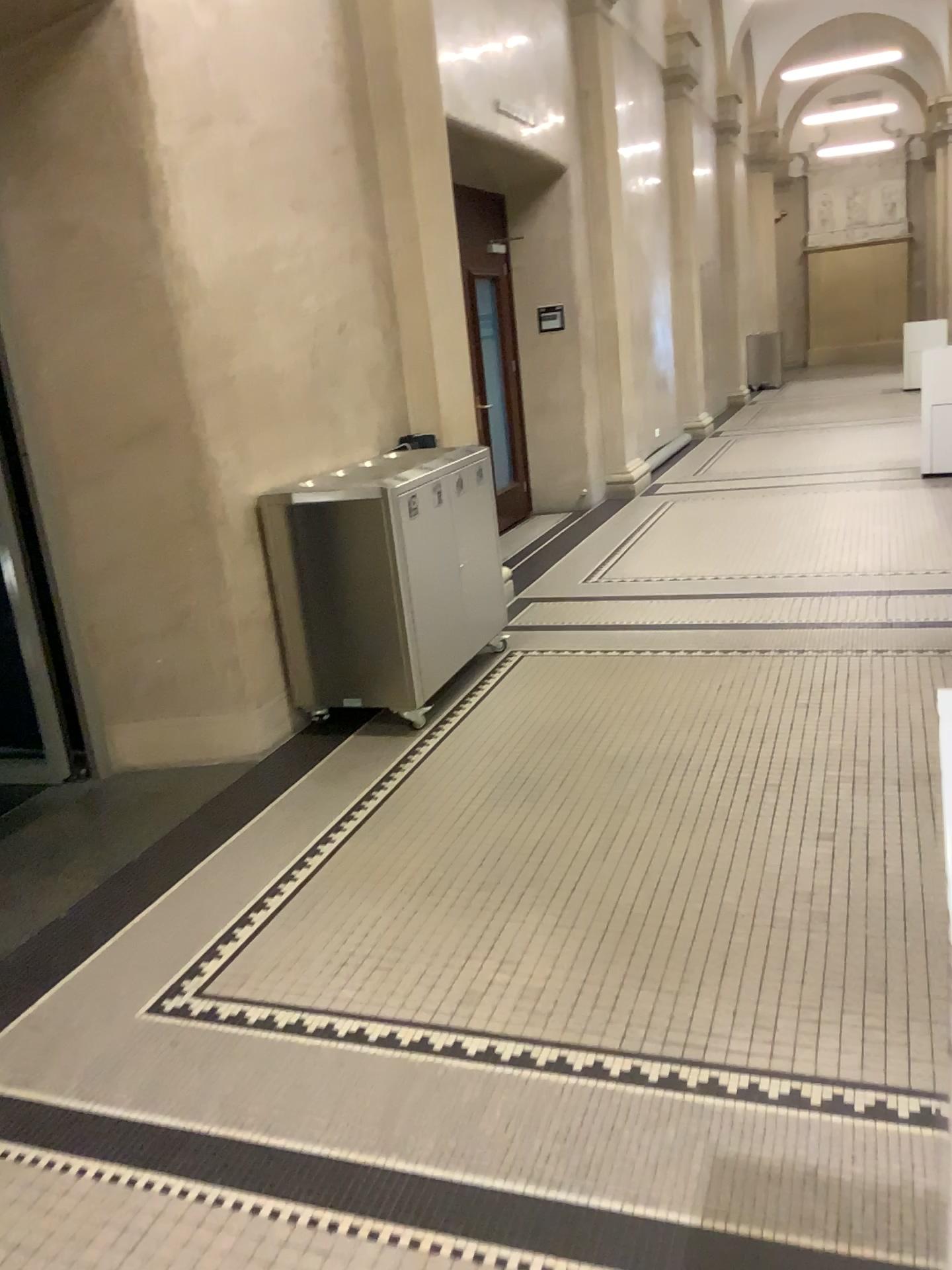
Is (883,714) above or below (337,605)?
below
